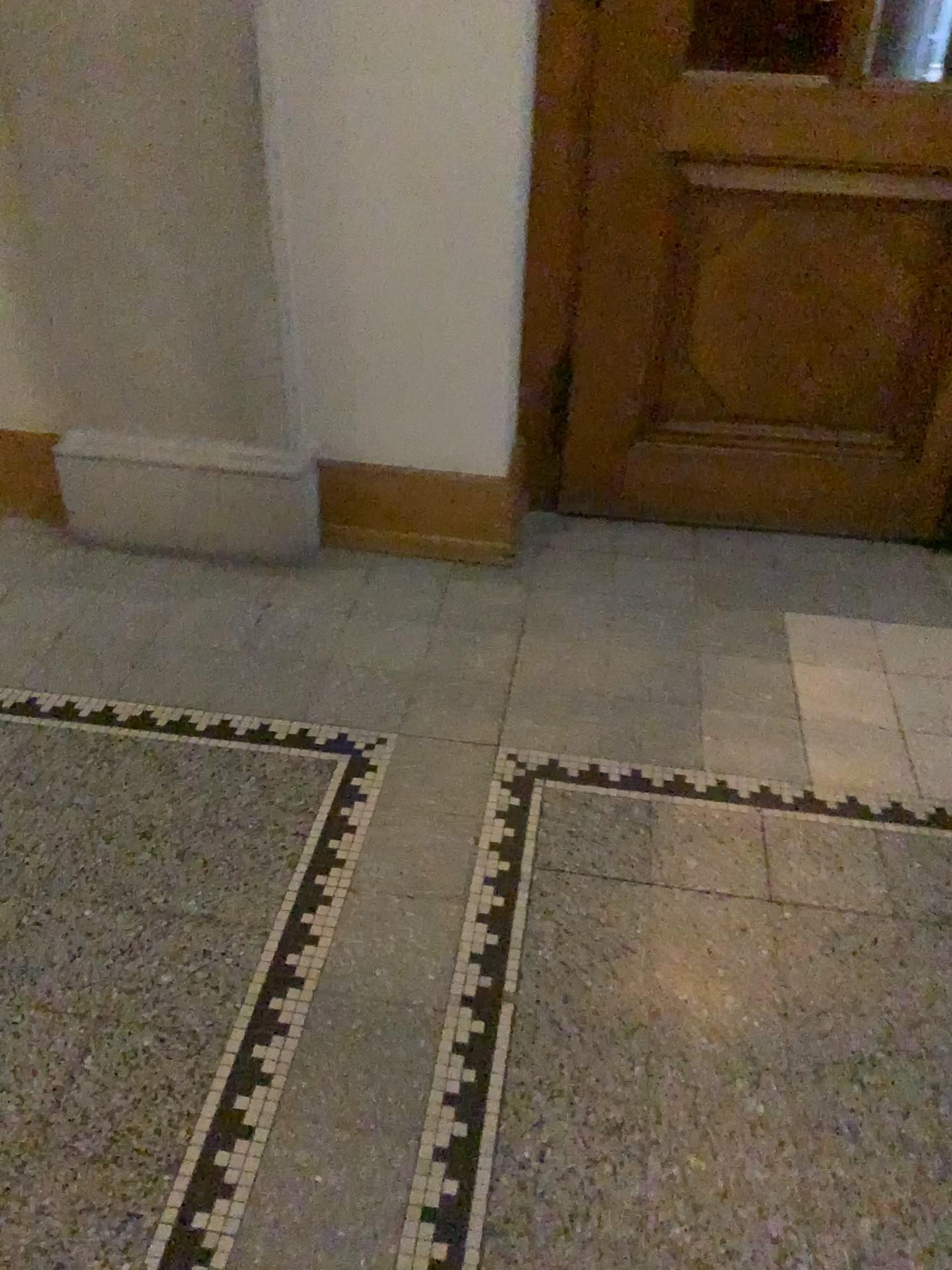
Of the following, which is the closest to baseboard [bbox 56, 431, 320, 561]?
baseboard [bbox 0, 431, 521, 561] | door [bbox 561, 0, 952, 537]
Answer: baseboard [bbox 0, 431, 521, 561]

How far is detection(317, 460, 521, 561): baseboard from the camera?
2.58m

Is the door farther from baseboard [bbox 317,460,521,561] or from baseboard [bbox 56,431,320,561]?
baseboard [bbox 56,431,320,561]

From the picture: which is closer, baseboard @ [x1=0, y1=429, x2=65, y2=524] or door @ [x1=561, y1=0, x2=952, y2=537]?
door @ [x1=561, y1=0, x2=952, y2=537]

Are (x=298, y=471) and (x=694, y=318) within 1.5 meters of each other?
Result: yes

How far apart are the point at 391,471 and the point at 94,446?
0.7 meters

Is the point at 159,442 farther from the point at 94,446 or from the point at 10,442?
the point at 10,442

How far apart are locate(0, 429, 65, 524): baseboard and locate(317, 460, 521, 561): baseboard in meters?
0.7

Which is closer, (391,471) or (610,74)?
(610,74)

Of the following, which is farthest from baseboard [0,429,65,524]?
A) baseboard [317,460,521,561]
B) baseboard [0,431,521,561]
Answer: baseboard [317,460,521,561]
